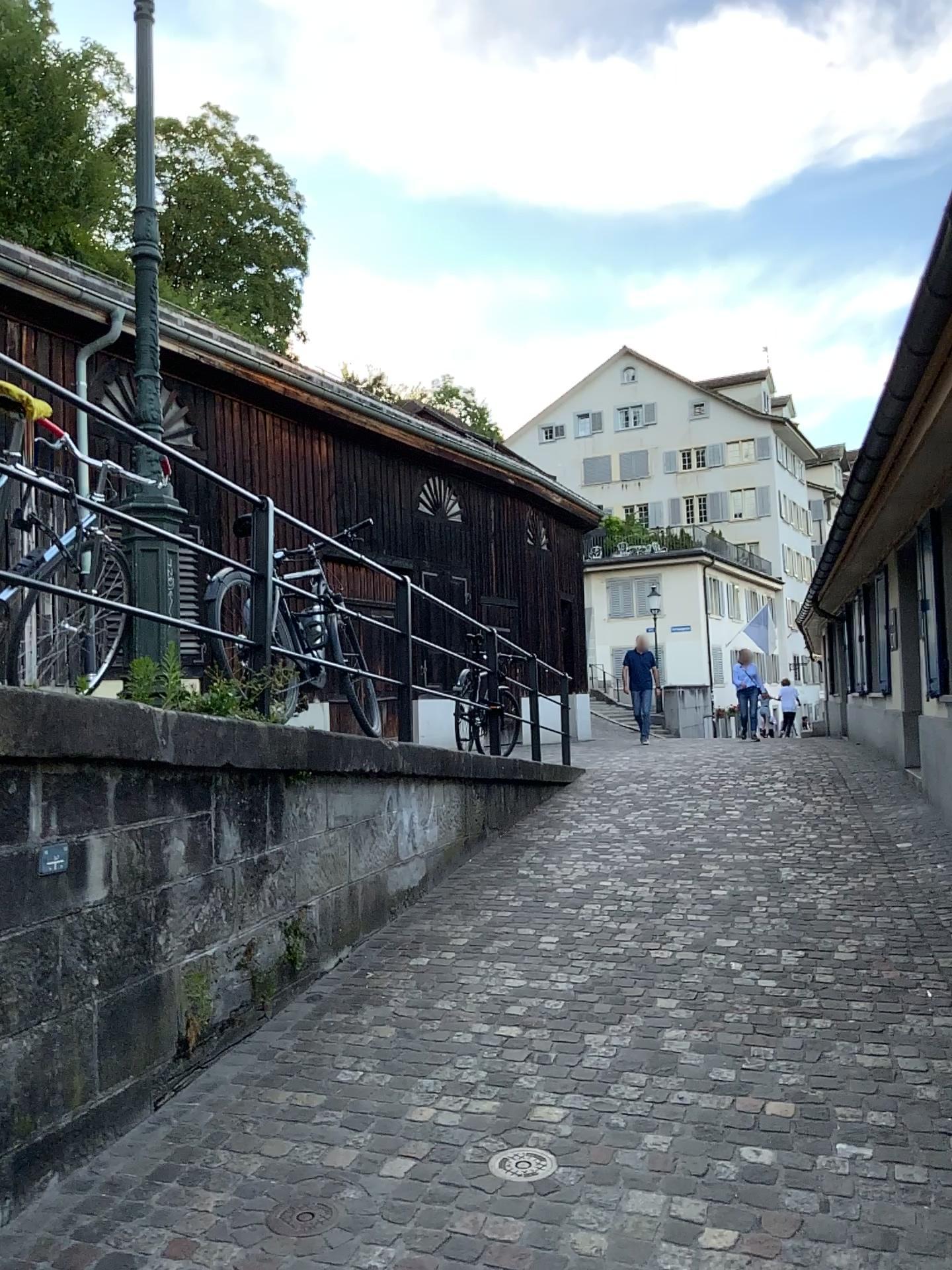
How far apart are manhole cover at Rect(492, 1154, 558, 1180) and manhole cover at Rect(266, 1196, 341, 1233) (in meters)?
0.47

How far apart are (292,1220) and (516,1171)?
0.6m

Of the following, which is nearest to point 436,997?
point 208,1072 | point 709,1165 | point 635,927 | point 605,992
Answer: point 605,992

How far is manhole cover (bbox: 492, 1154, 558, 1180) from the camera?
2.8m

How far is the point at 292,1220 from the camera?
2.6m

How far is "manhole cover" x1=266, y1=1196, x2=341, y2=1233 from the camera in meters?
2.6

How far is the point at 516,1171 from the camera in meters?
Answer: 2.8 m
